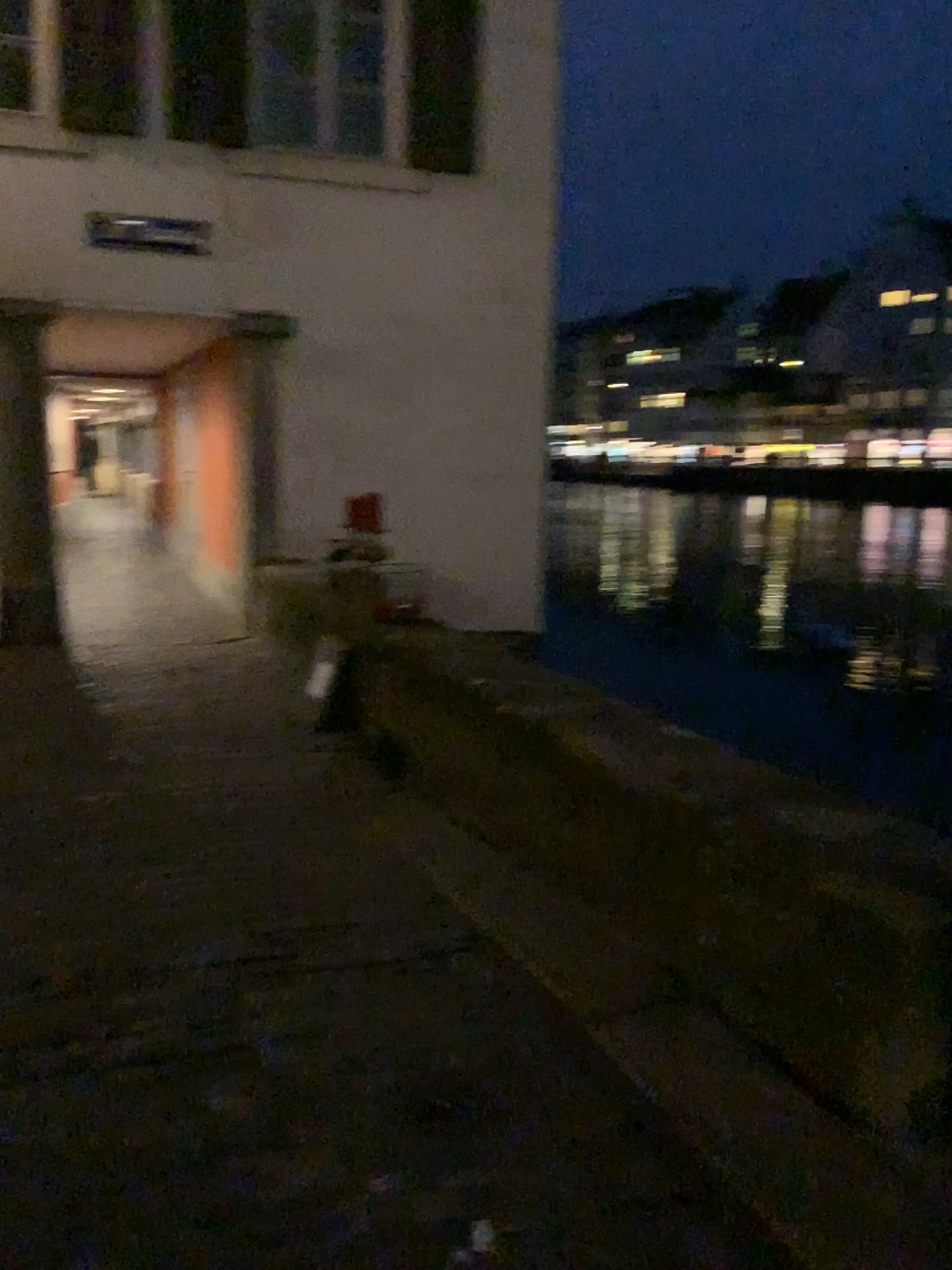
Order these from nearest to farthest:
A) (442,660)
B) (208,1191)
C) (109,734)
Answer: (208,1191)
(442,660)
(109,734)
